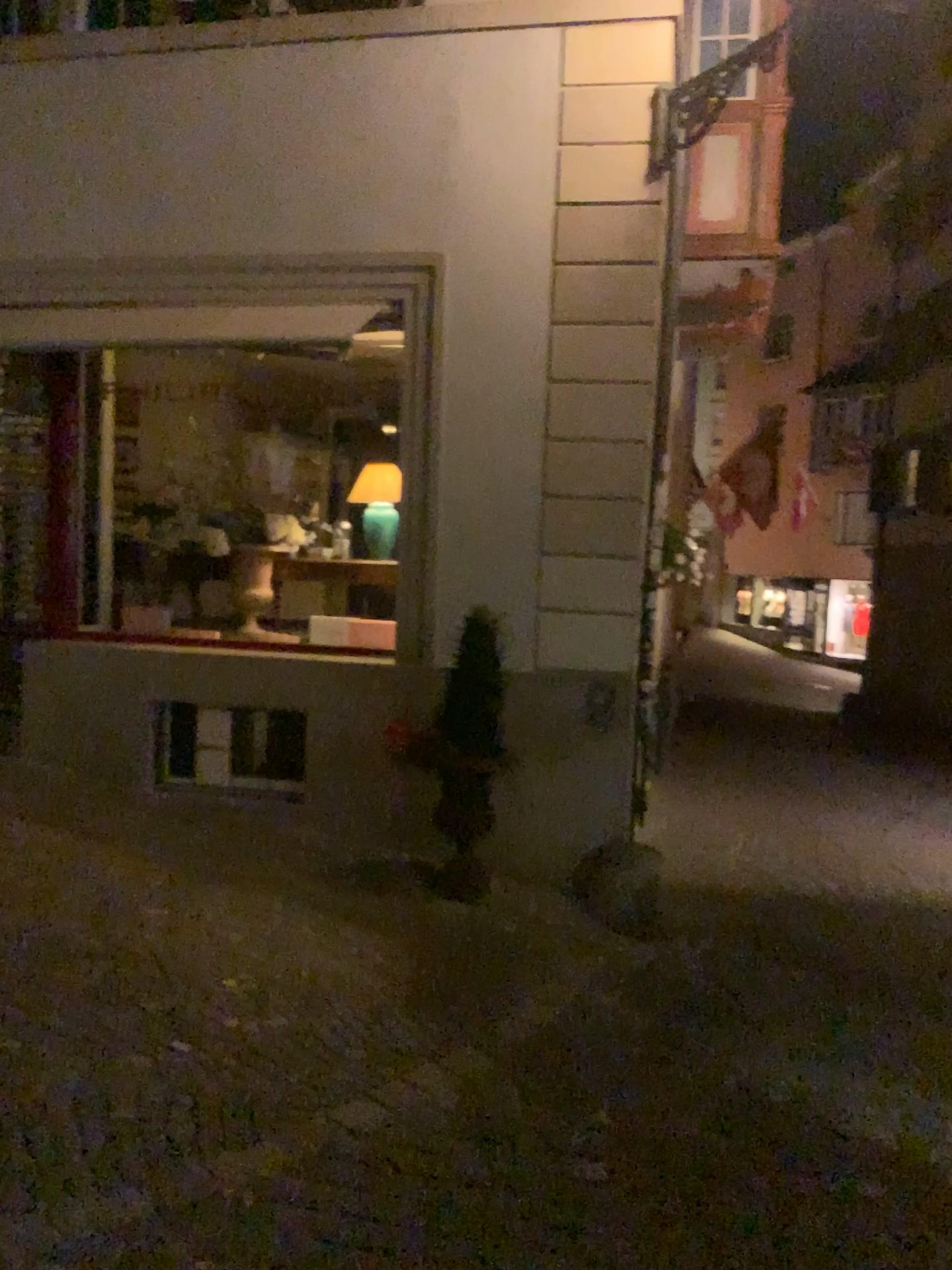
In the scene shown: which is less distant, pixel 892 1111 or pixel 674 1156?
pixel 674 1156
